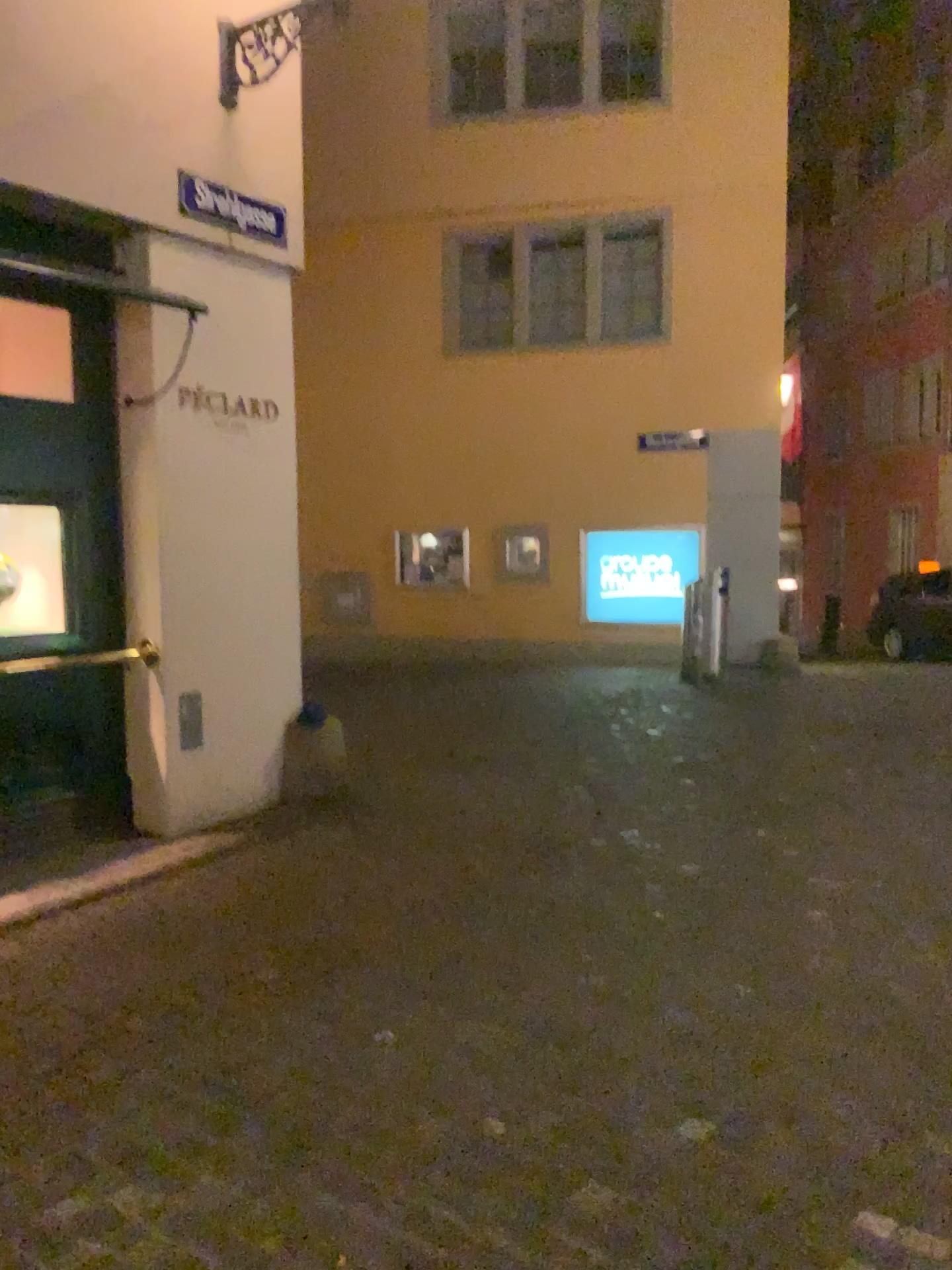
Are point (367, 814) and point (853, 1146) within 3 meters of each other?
no
